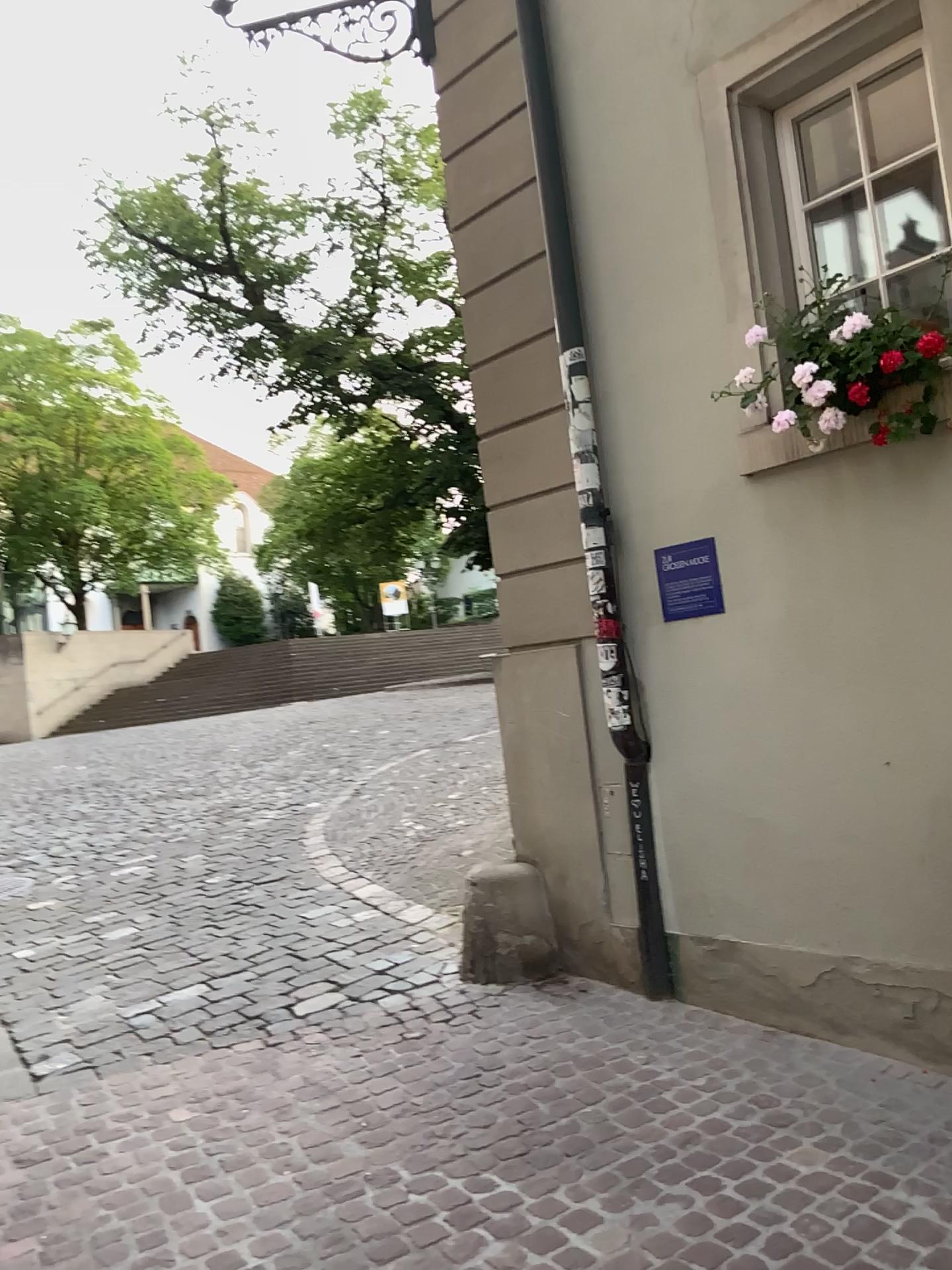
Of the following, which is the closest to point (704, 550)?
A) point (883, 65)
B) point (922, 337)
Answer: point (922, 337)

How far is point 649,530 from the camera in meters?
4.0 m

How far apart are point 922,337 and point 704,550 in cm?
102

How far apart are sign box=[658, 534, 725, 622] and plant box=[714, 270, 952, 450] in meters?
0.6

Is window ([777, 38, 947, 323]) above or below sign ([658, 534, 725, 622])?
above

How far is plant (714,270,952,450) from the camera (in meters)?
3.19

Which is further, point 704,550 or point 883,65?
point 704,550

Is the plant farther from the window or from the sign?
the sign

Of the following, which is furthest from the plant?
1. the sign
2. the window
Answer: the sign

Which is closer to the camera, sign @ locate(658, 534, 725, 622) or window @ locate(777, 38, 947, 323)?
window @ locate(777, 38, 947, 323)
